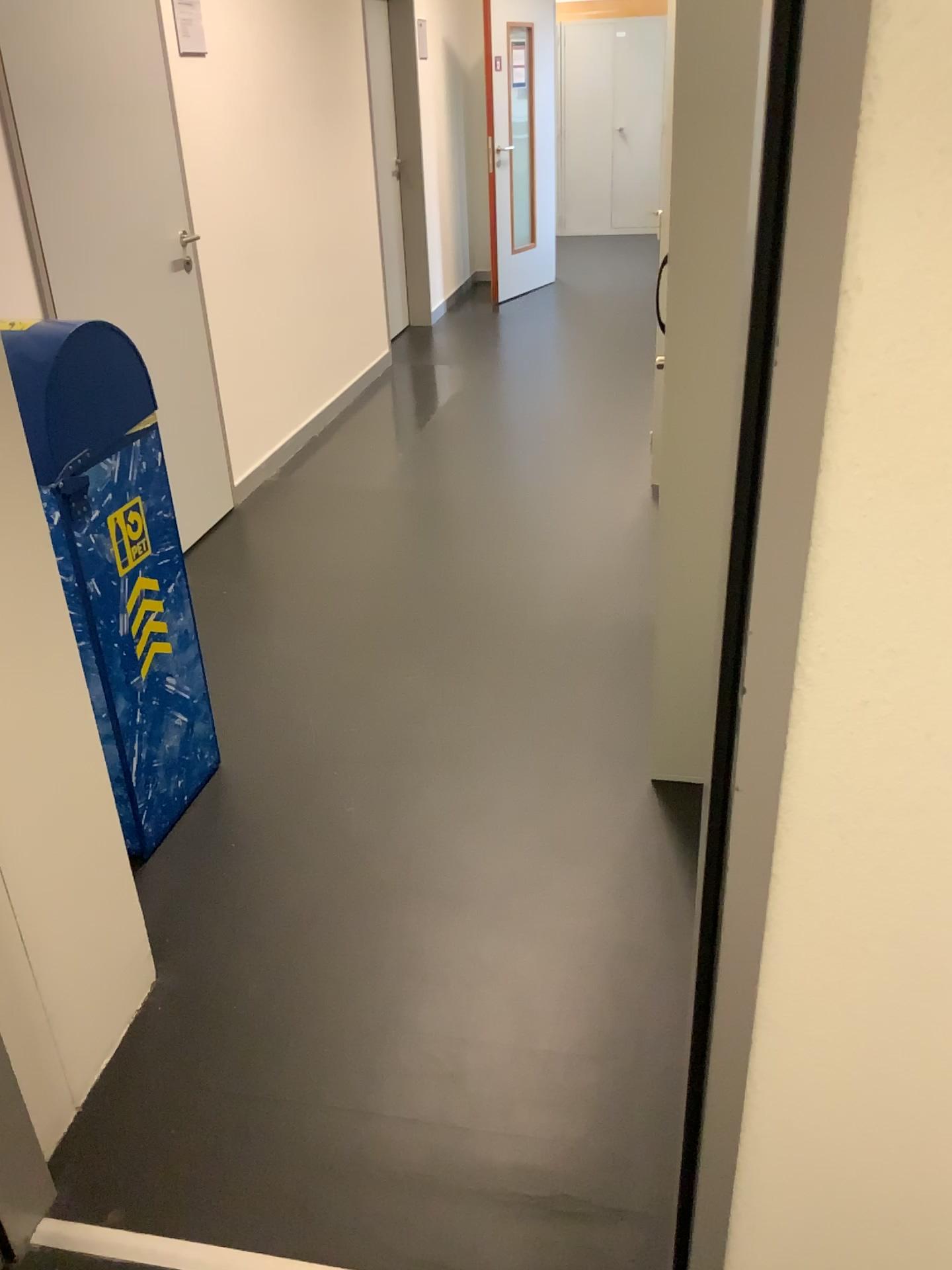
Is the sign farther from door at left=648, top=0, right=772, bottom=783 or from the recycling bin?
door at left=648, top=0, right=772, bottom=783

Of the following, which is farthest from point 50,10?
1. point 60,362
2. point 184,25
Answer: point 60,362

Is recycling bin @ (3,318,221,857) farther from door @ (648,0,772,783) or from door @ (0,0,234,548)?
door @ (648,0,772,783)

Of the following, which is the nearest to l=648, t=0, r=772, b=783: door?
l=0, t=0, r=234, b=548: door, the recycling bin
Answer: the recycling bin

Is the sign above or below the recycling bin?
above

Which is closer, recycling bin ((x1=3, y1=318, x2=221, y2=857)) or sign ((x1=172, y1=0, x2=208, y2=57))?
recycling bin ((x1=3, y1=318, x2=221, y2=857))

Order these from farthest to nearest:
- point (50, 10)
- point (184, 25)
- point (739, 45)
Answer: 1. point (184, 25)
2. point (50, 10)
3. point (739, 45)

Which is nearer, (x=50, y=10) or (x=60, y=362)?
(x=60, y=362)

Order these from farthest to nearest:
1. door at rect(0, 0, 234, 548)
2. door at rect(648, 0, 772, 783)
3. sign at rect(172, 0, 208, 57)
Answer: sign at rect(172, 0, 208, 57) → door at rect(0, 0, 234, 548) → door at rect(648, 0, 772, 783)

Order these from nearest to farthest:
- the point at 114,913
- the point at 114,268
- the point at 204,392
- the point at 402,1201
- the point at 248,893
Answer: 1. the point at 402,1201
2. the point at 114,913
3. the point at 248,893
4. the point at 114,268
5. the point at 204,392
